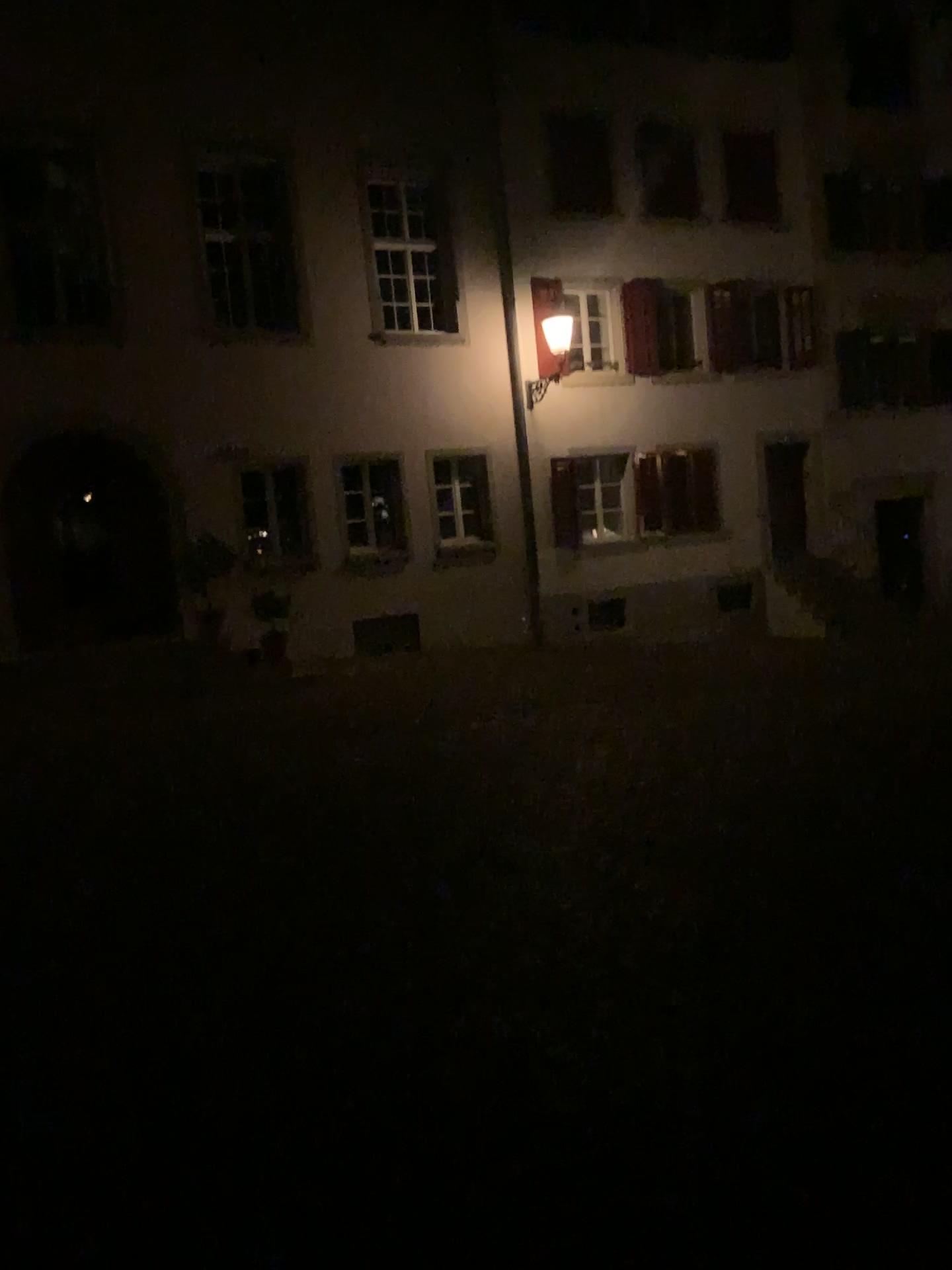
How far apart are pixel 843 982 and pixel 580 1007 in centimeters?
90cm
